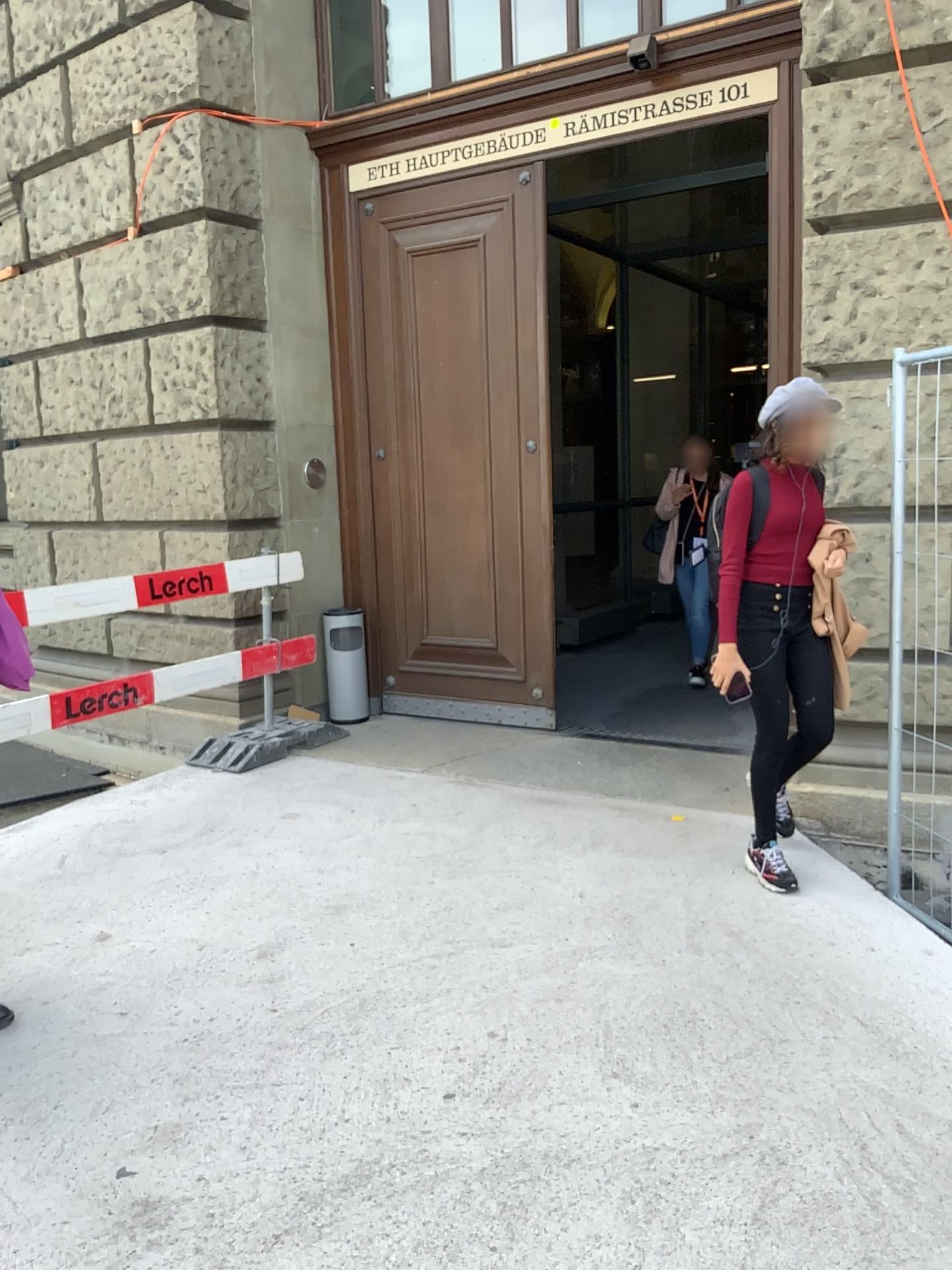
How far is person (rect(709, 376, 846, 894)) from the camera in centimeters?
340cm

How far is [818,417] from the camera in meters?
3.4 m

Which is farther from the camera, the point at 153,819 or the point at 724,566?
the point at 153,819
